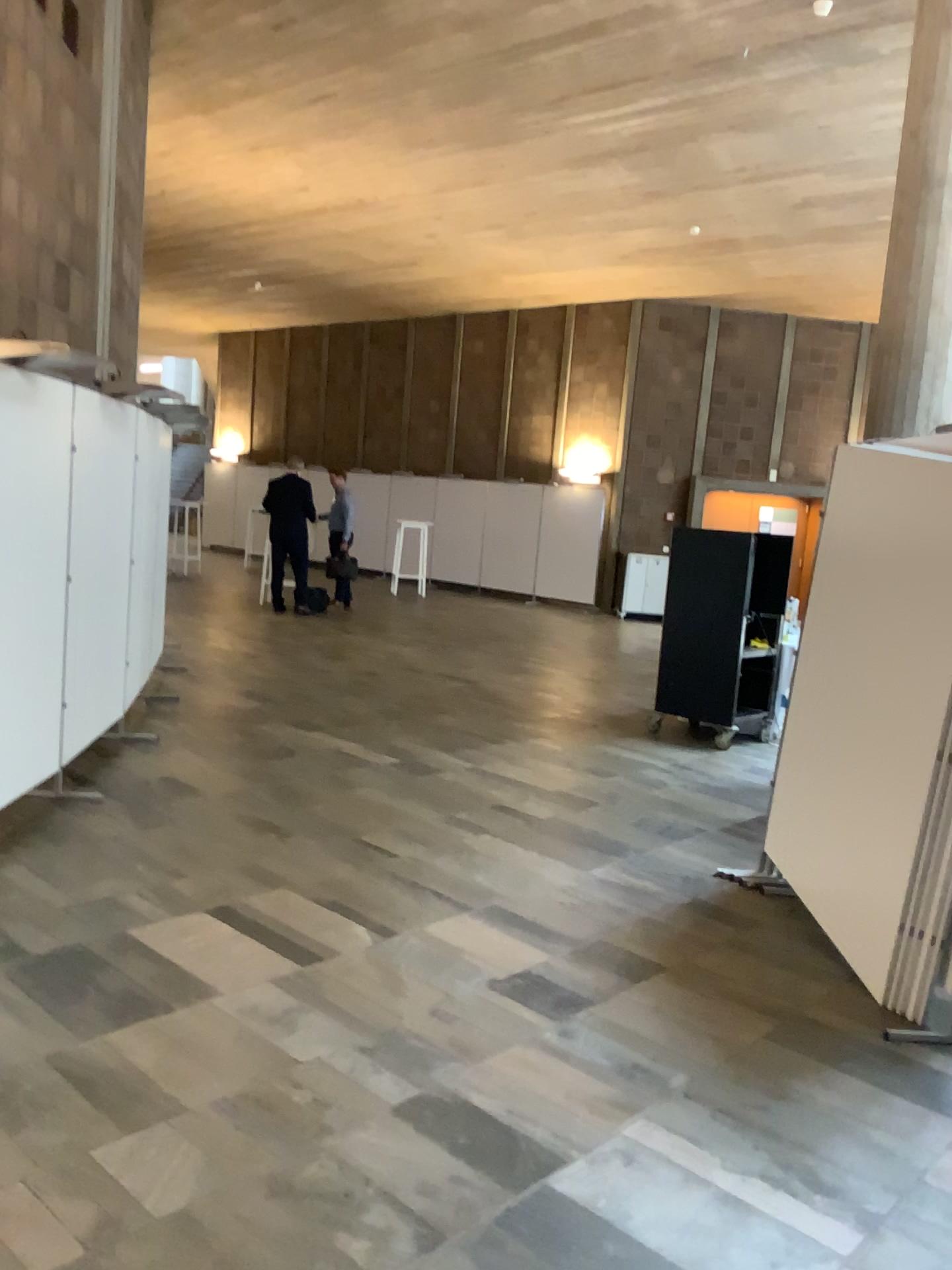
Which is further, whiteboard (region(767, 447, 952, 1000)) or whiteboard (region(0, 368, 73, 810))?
whiteboard (region(0, 368, 73, 810))

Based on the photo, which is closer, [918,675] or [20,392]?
[918,675]

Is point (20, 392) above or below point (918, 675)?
above

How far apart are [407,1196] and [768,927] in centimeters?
216cm
